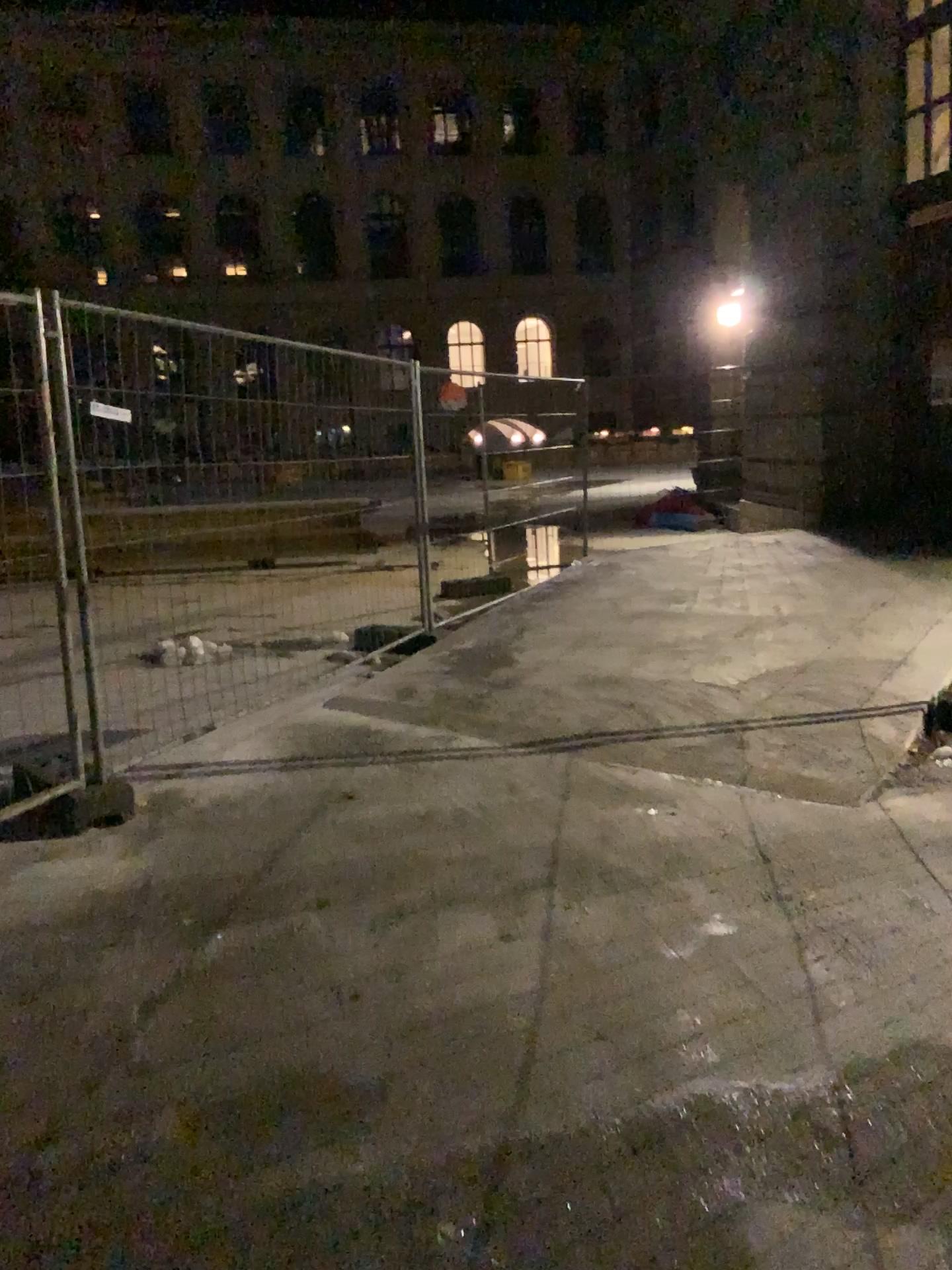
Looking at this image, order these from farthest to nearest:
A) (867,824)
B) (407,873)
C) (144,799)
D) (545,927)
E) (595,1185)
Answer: (144,799) < (867,824) < (407,873) < (545,927) < (595,1185)
